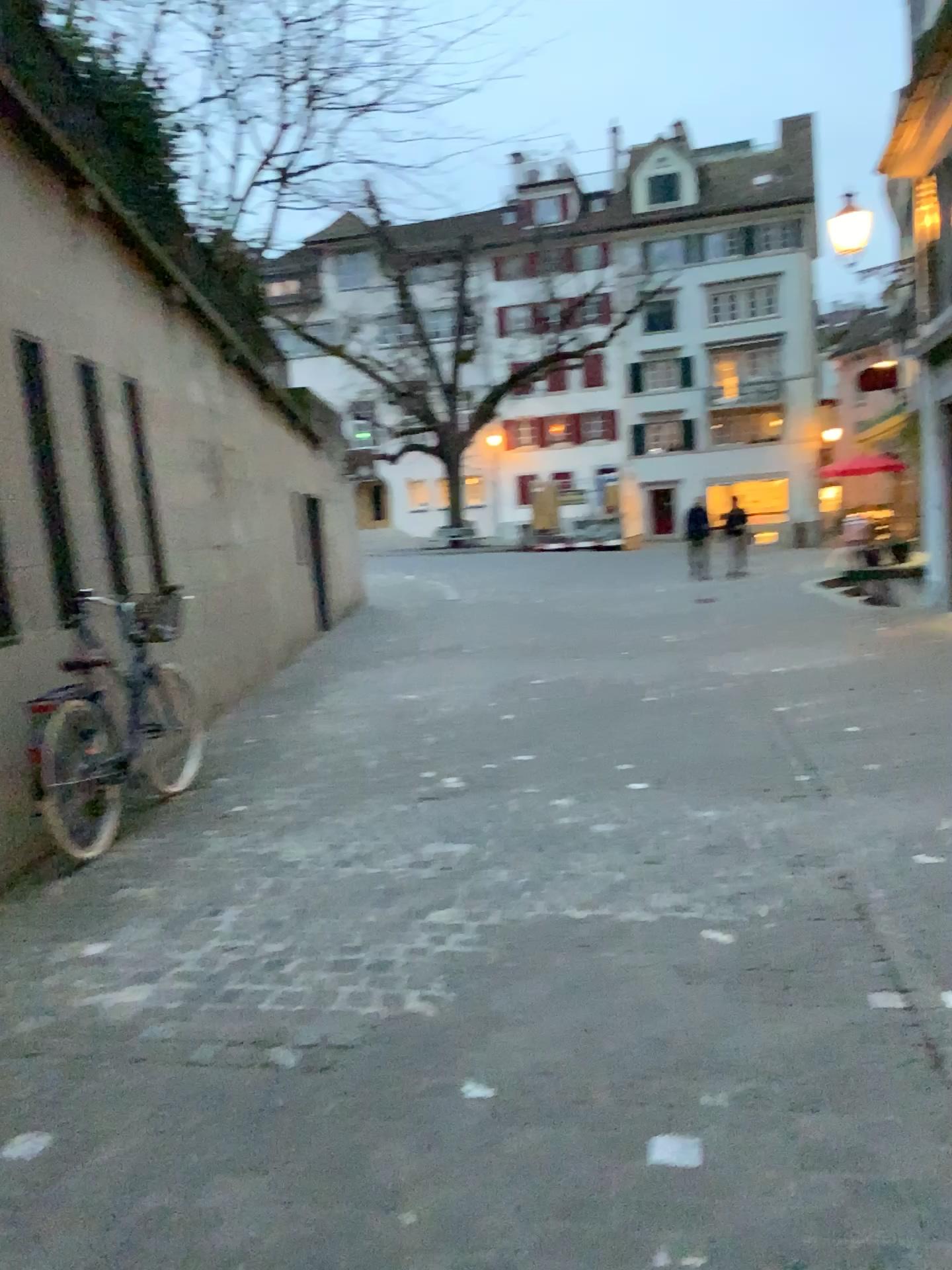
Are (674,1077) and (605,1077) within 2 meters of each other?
yes
